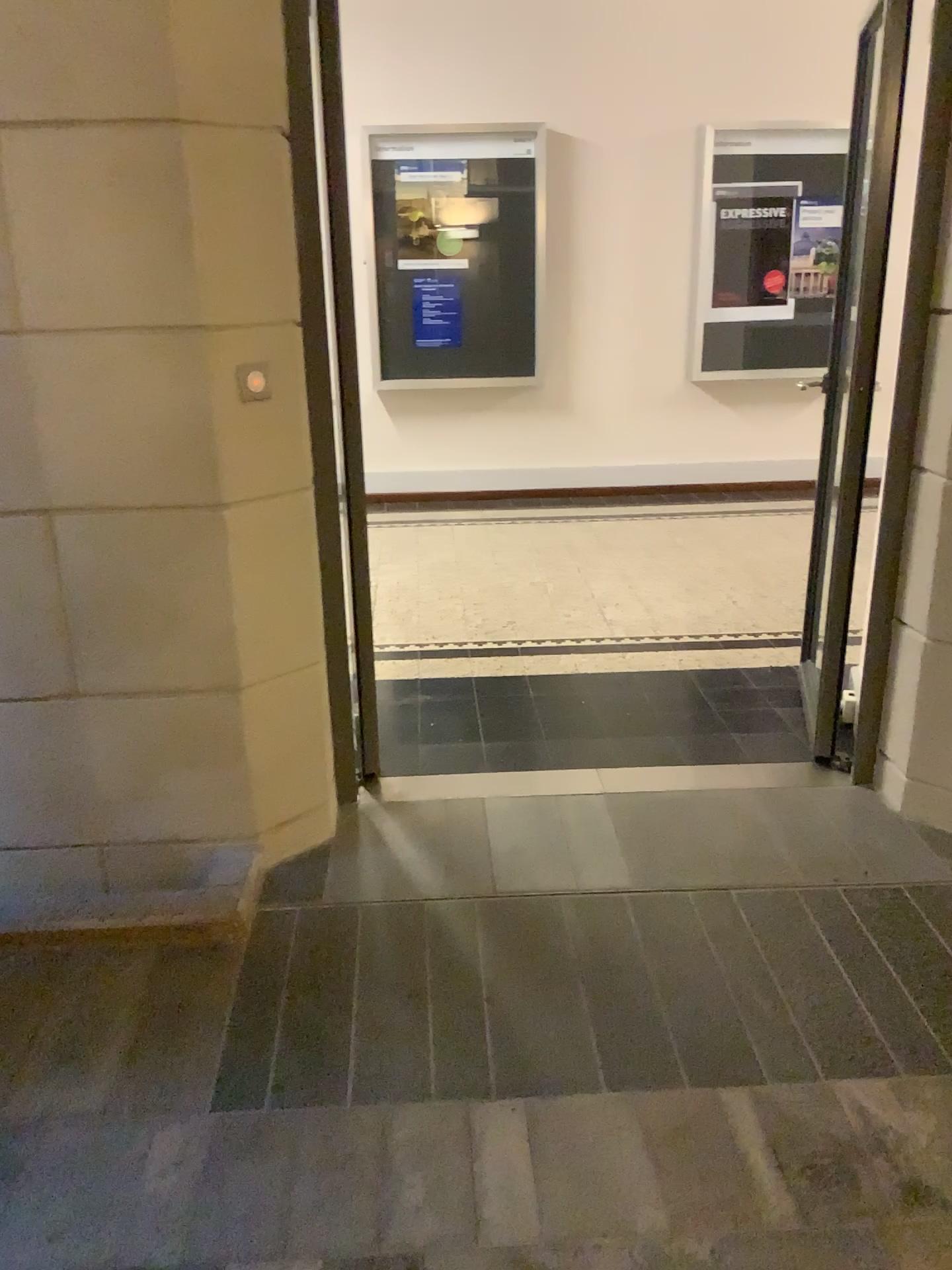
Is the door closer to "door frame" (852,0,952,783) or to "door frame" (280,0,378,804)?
"door frame" (852,0,952,783)

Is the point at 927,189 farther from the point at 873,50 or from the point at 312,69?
the point at 312,69

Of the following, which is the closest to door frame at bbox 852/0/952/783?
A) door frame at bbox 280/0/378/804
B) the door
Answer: the door

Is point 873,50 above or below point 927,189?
above

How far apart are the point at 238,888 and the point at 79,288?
1.4 meters

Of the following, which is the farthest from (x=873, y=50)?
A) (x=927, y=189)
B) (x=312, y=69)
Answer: (x=312, y=69)
